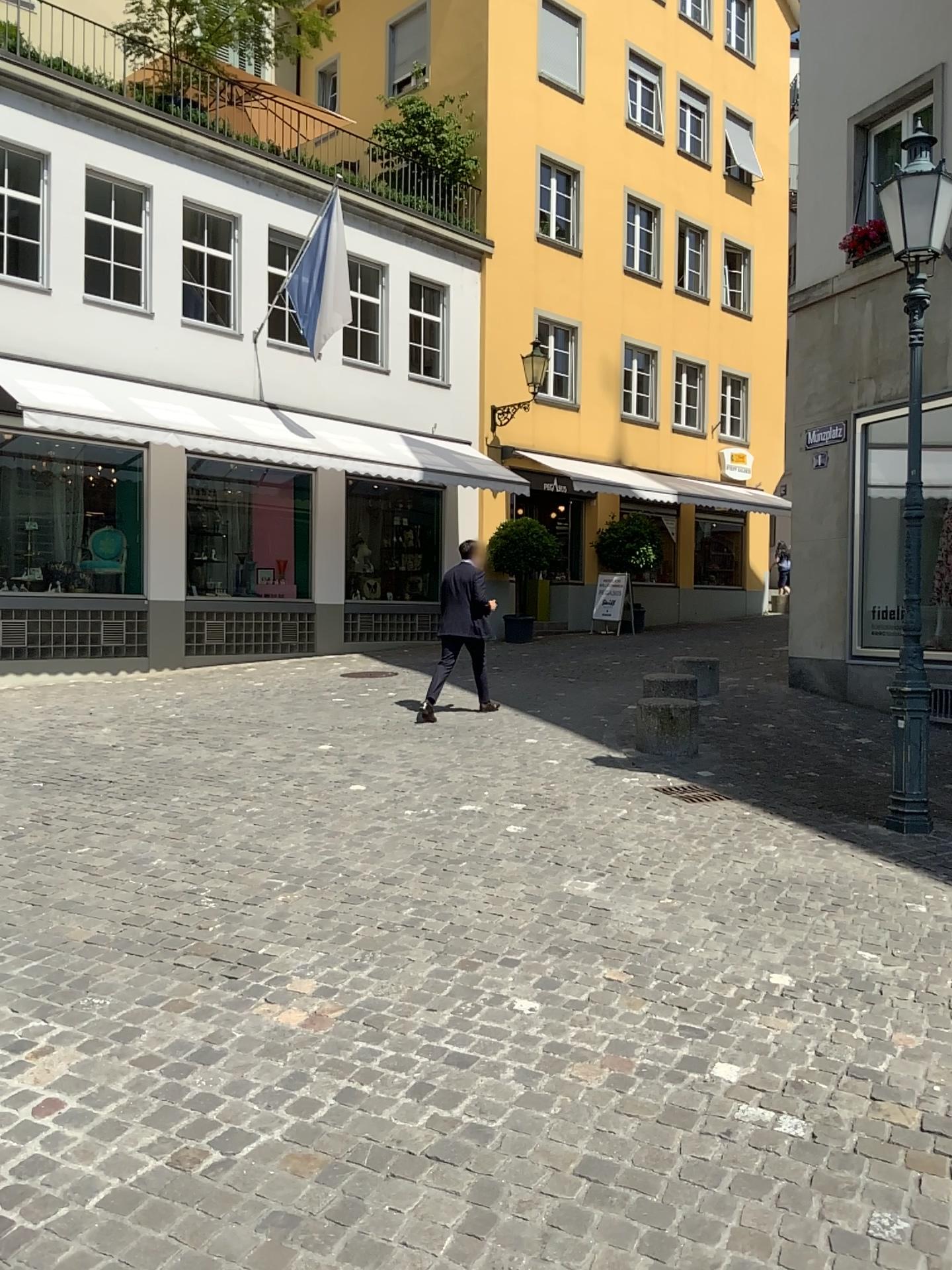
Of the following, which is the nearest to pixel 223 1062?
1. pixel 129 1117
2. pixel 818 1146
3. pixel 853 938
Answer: pixel 129 1117
